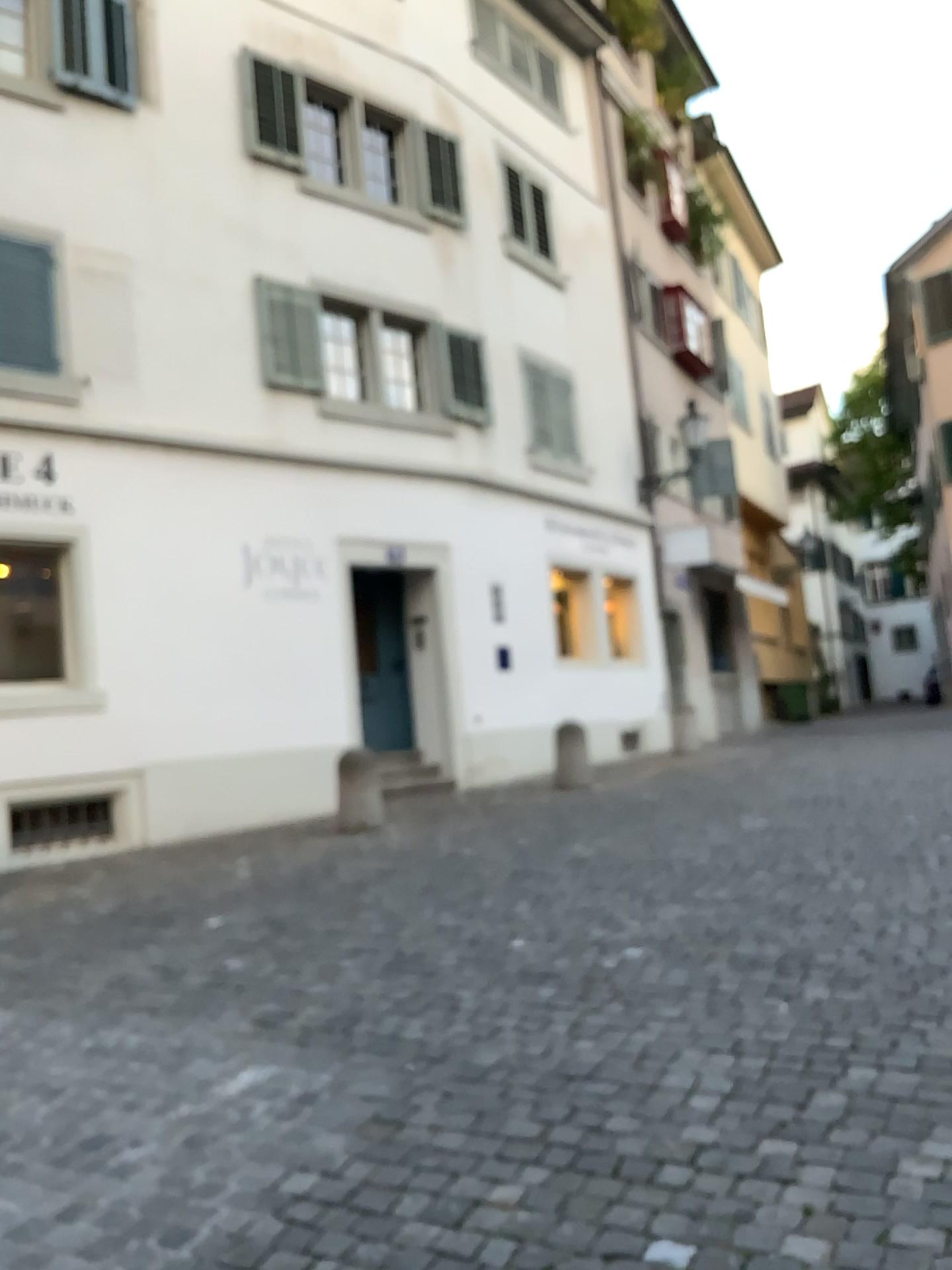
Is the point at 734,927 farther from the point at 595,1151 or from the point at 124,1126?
the point at 124,1126
